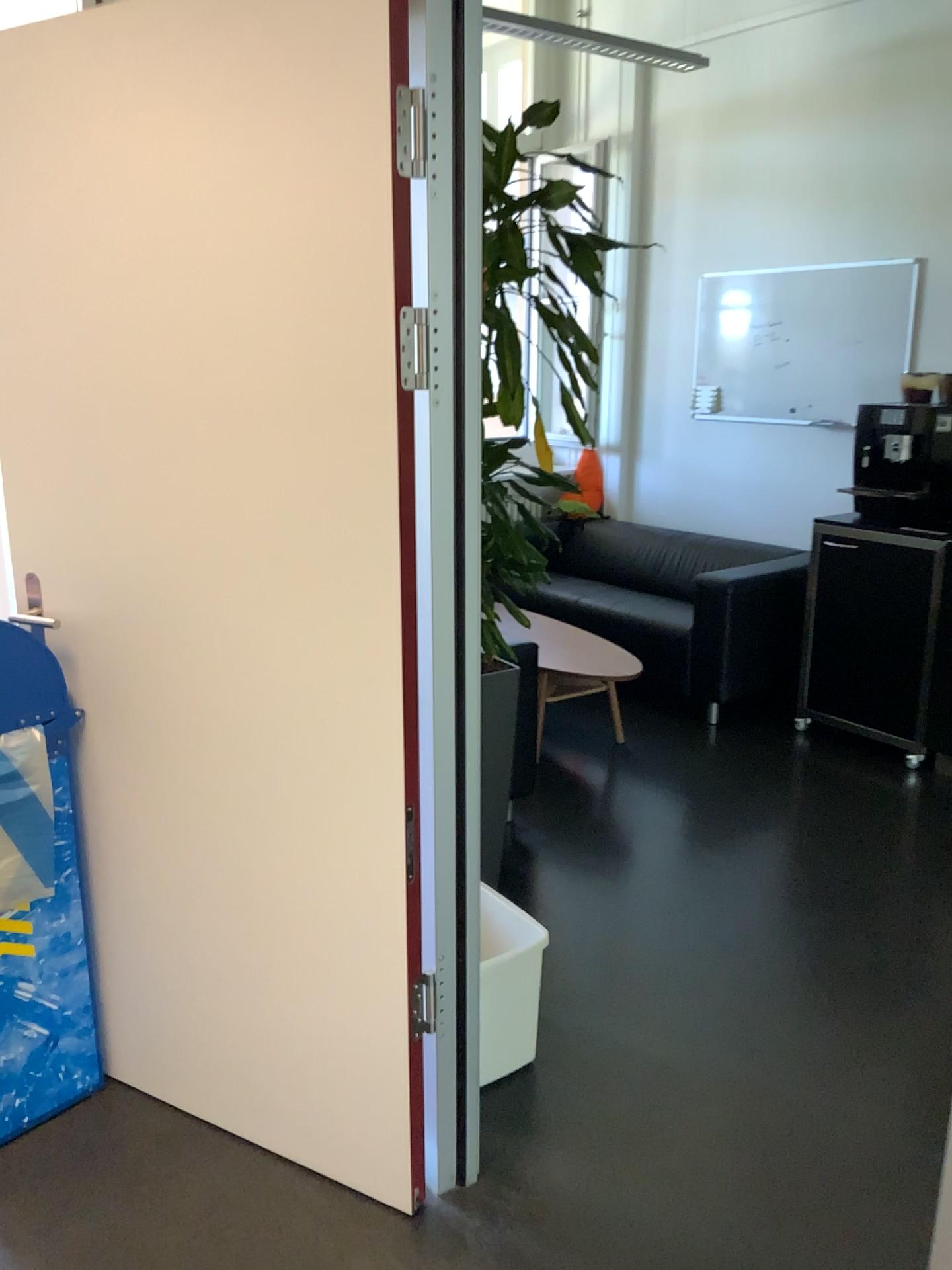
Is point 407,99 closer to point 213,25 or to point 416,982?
point 213,25

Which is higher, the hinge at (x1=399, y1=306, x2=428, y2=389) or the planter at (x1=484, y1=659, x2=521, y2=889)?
the hinge at (x1=399, y1=306, x2=428, y2=389)

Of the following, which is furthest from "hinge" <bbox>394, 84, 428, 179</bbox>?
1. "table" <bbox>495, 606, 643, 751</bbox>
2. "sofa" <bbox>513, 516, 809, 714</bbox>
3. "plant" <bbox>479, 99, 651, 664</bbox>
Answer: A: "sofa" <bbox>513, 516, 809, 714</bbox>

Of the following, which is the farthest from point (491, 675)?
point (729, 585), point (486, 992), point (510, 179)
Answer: point (729, 585)

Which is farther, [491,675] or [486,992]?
[491,675]

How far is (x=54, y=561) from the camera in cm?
209

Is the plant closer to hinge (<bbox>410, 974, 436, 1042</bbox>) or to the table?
hinge (<bbox>410, 974, 436, 1042</bbox>)

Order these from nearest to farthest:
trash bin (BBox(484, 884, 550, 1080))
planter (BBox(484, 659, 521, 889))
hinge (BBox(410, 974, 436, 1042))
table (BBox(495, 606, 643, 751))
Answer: hinge (BBox(410, 974, 436, 1042)), trash bin (BBox(484, 884, 550, 1080)), planter (BBox(484, 659, 521, 889)), table (BBox(495, 606, 643, 751))

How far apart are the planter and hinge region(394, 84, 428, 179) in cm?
146

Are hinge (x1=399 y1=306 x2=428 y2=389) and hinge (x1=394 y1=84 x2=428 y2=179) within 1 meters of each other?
yes
